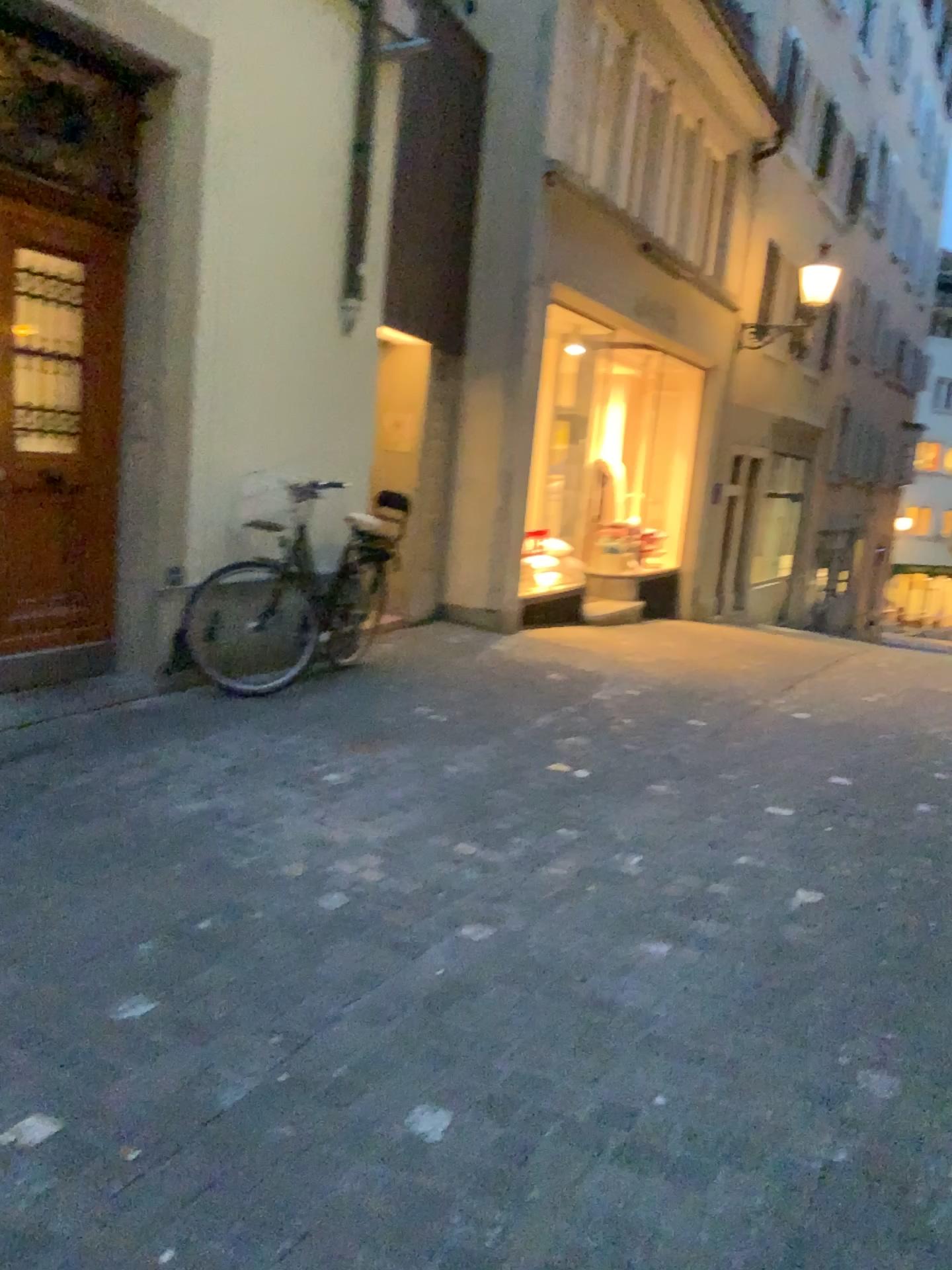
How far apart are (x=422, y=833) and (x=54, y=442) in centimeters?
256cm
